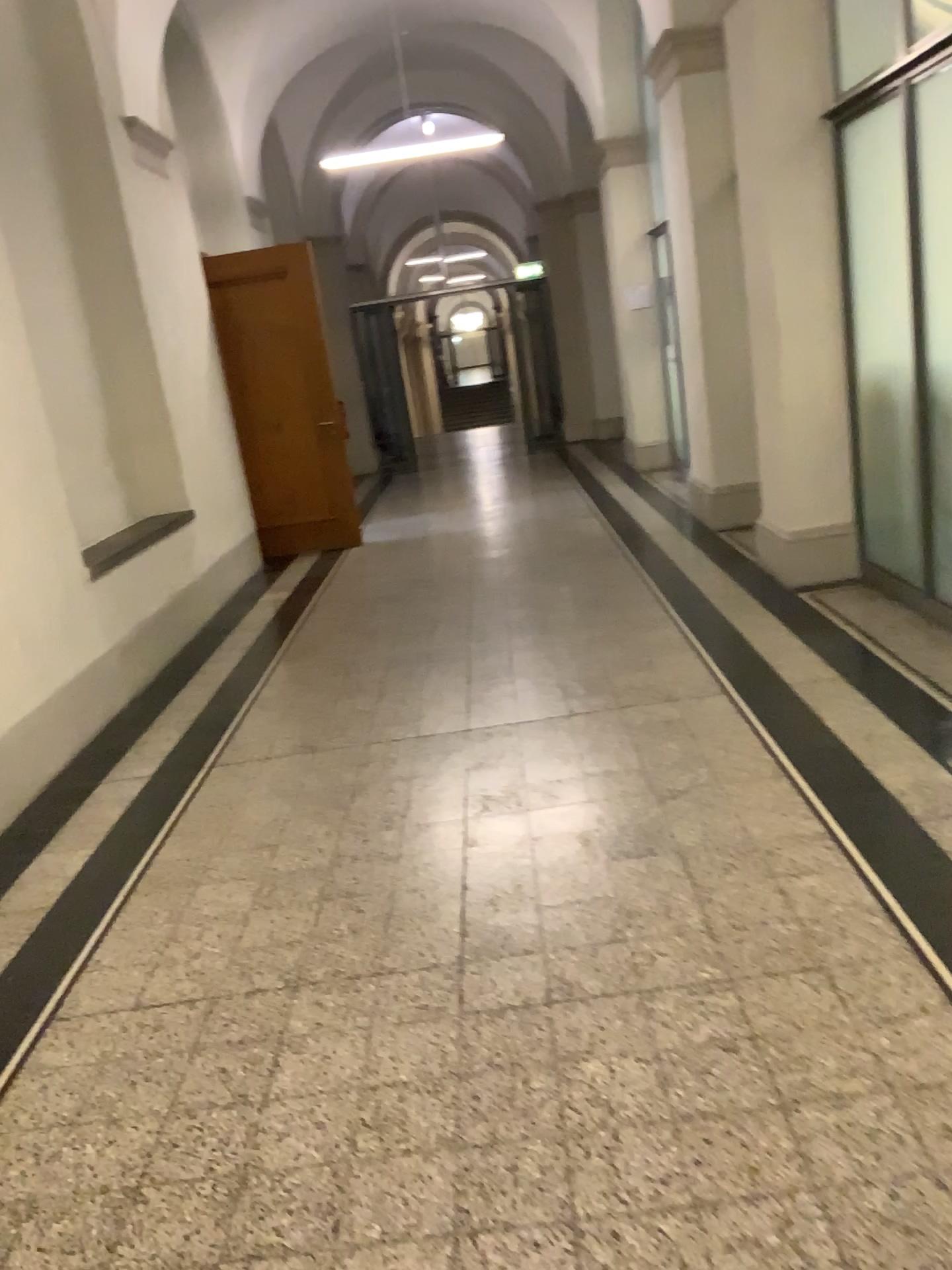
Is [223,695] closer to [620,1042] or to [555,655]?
[555,655]
